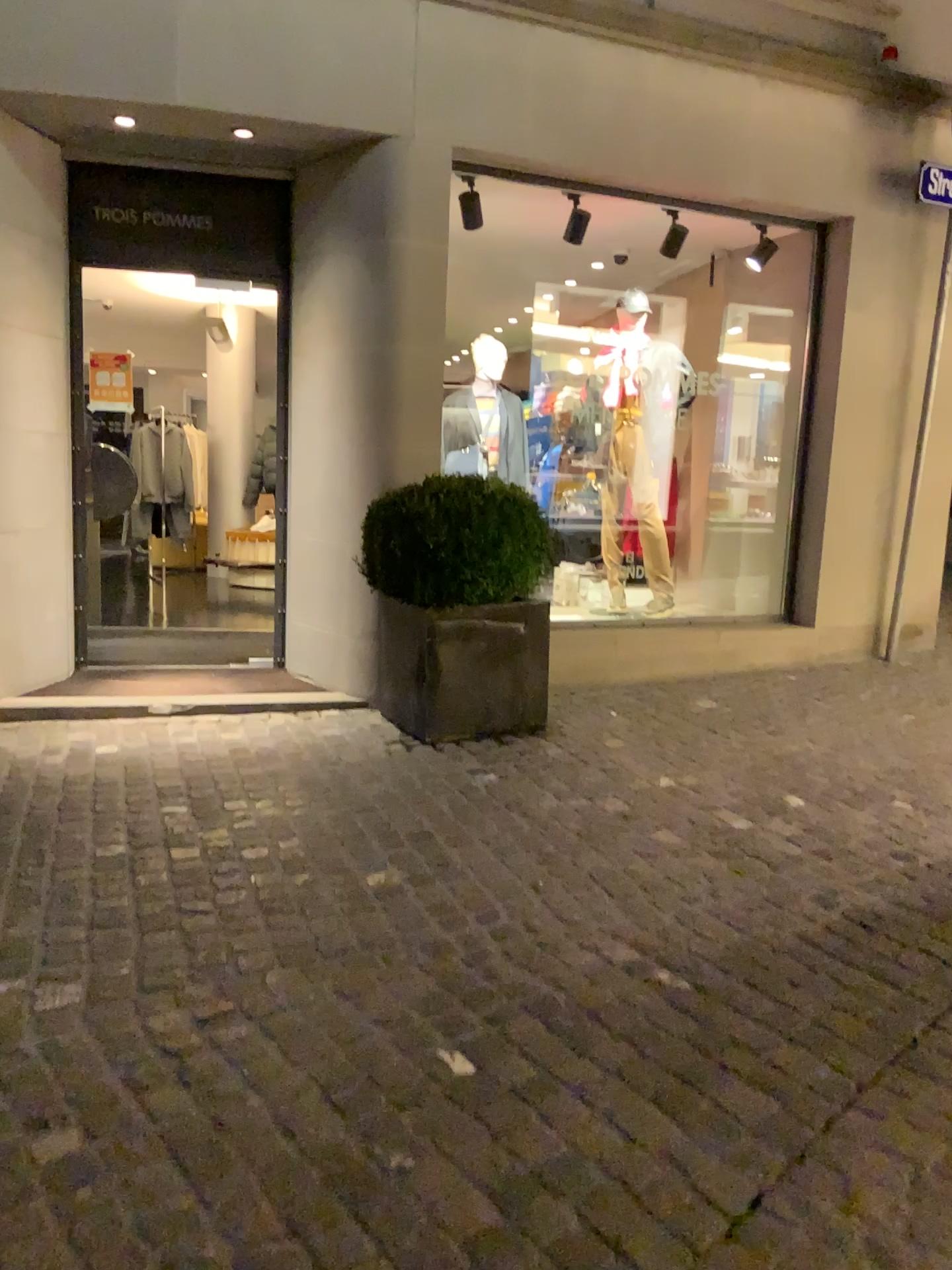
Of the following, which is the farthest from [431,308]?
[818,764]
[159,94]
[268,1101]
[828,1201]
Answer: [828,1201]

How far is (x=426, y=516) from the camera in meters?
4.3 m

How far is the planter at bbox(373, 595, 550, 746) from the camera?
4.4 meters

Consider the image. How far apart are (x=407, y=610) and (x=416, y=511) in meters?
0.4

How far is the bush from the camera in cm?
431

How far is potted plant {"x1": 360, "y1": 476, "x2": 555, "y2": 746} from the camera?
4.3m

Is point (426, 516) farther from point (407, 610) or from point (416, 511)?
point (407, 610)
